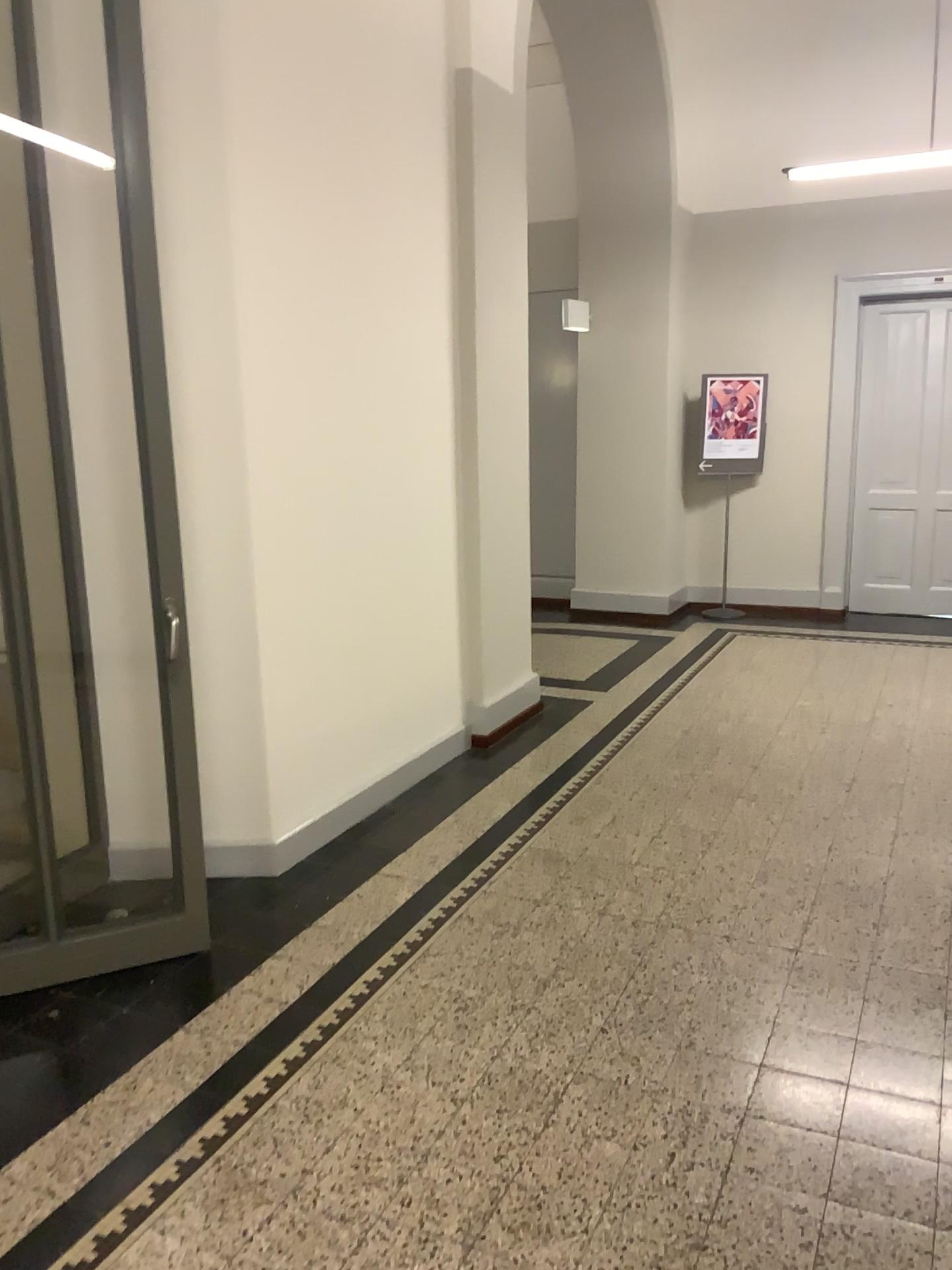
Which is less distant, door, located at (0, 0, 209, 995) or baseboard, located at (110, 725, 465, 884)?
door, located at (0, 0, 209, 995)

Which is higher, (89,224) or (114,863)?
(89,224)

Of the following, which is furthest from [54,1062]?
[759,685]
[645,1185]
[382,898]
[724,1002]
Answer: [759,685]

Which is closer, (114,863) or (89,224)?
(89,224)
